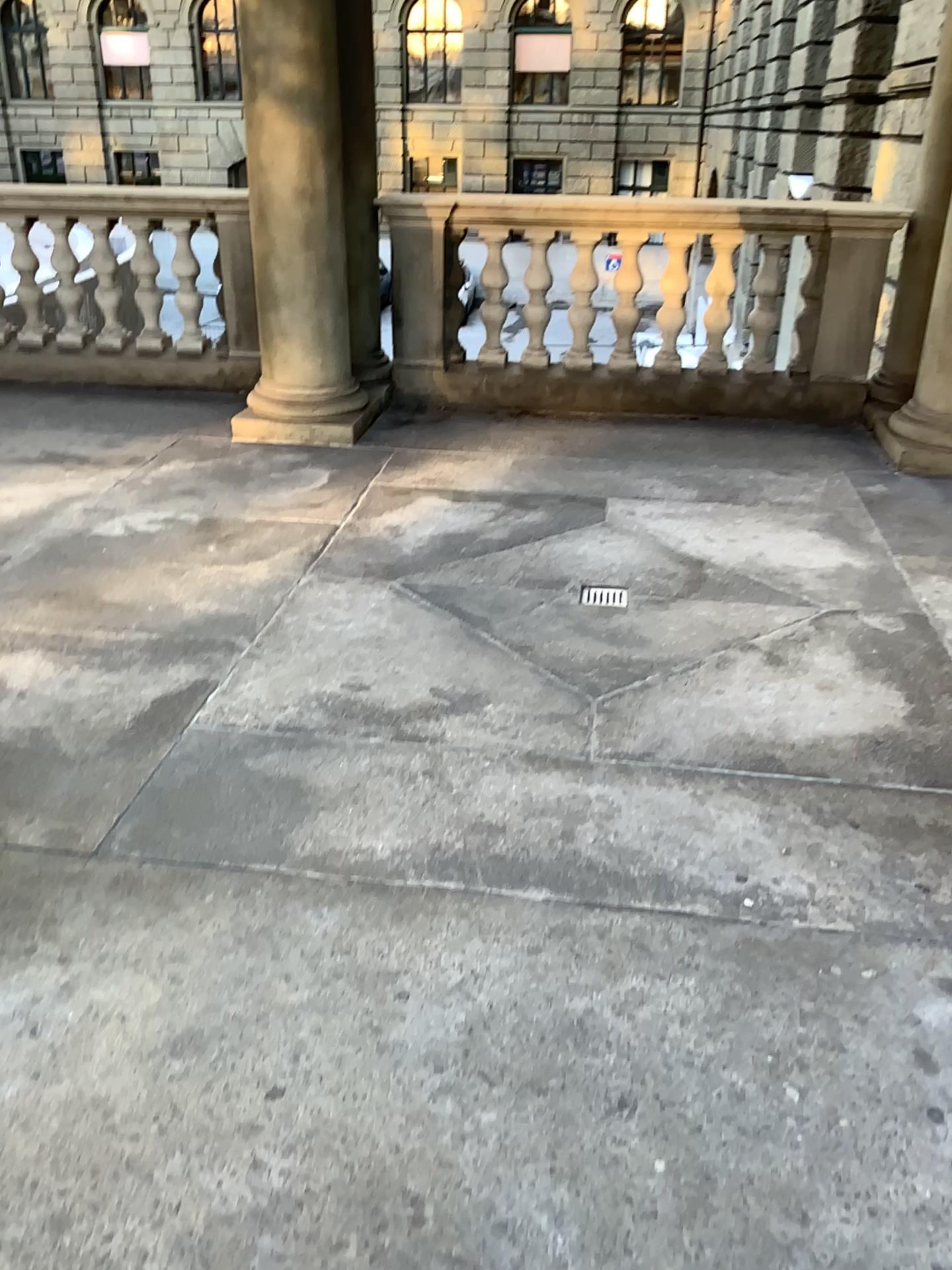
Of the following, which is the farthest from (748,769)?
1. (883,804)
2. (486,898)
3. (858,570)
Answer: (858,570)
